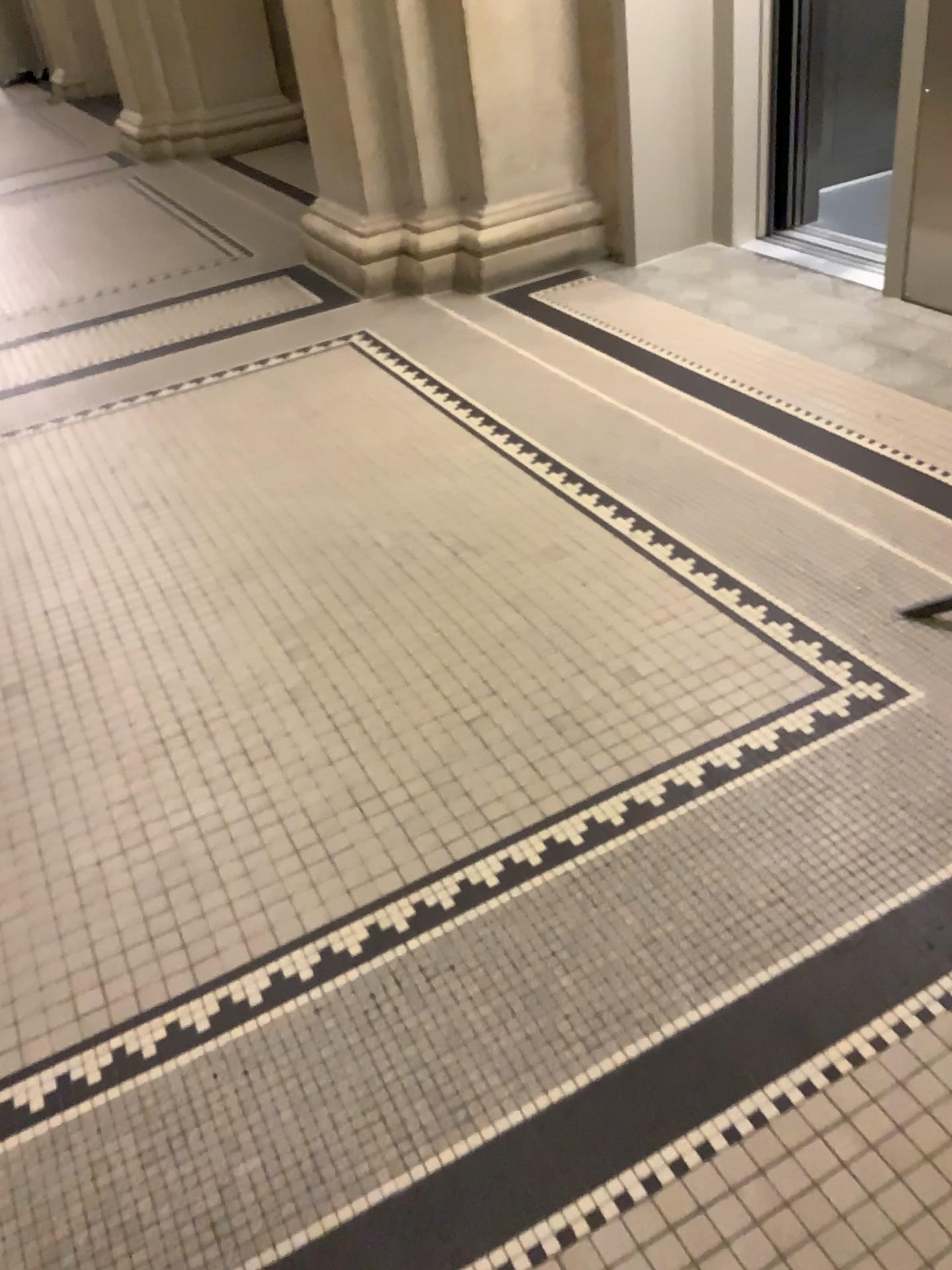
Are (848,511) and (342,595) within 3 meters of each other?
yes

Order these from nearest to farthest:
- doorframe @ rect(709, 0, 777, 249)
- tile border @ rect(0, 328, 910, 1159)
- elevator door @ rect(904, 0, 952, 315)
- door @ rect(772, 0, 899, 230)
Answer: tile border @ rect(0, 328, 910, 1159), elevator door @ rect(904, 0, 952, 315), doorframe @ rect(709, 0, 777, 249), door @ rect(772, 0, 899, 230)

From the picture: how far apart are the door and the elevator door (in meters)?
1.29

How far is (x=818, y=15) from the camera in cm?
434

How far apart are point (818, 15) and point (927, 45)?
1.40m

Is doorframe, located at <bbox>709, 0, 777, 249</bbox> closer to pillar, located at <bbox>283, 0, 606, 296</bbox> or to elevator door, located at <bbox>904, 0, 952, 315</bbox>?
pillar, located at <bbox>283, 0, 606, 296</bbox>

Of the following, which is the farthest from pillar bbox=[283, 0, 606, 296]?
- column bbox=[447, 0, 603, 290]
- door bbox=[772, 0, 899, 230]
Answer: door bbox=[772, 0, 899, 230]

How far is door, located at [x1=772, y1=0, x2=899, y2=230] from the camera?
4.3m

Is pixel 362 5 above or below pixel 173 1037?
above

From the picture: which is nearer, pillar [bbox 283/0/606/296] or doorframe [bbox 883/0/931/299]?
doorframe [bbox 883/0/931/299]
